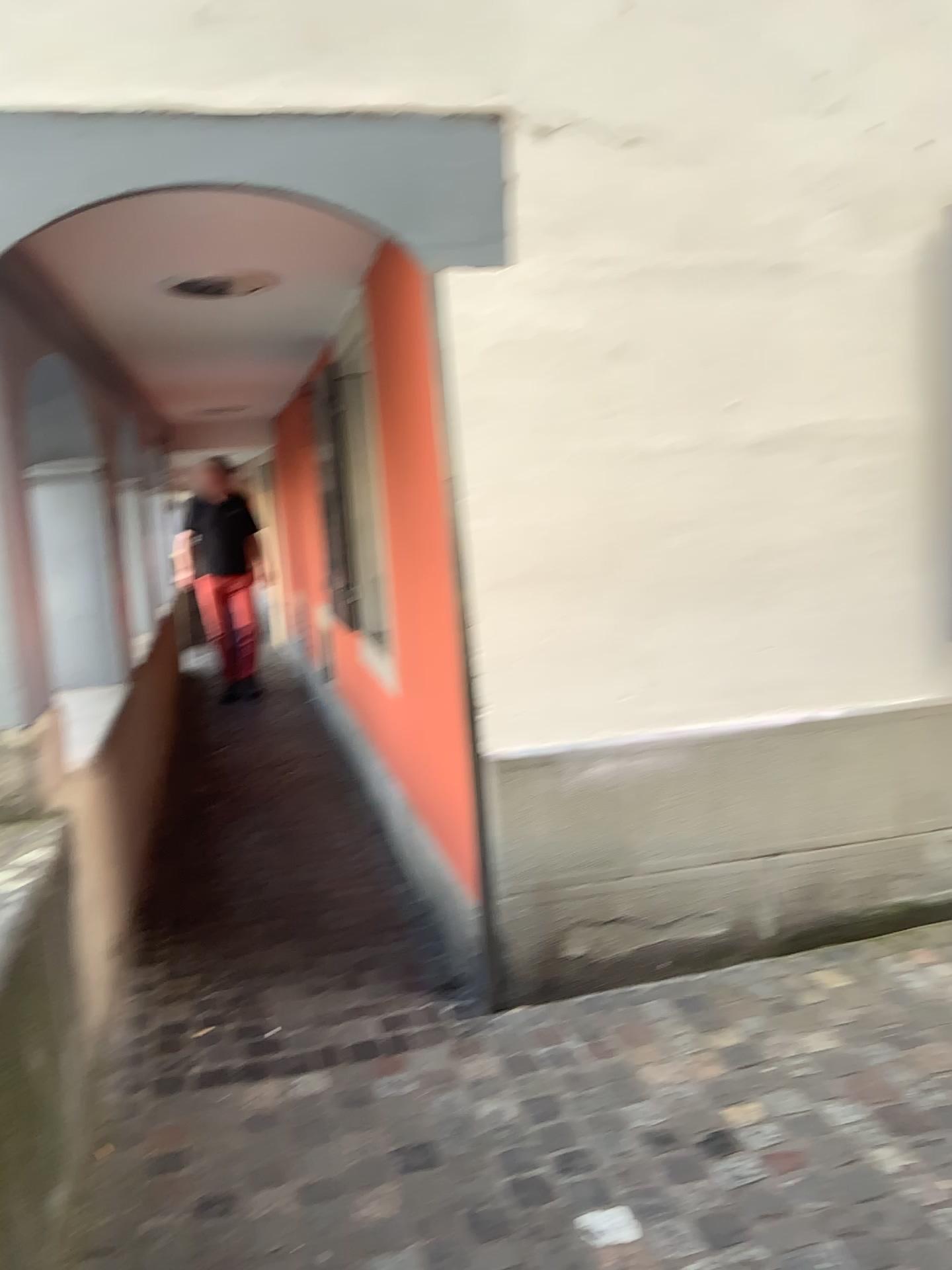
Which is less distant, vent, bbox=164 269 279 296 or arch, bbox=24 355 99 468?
vent, bbox=164 269 279 296

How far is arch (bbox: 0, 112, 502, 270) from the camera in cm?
250

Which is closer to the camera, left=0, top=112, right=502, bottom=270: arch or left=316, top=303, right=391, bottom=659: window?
left=0, top=112, right=502, bottom=270: arch

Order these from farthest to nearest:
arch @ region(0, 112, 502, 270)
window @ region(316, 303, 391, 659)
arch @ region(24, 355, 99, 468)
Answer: window @ region(316, 303, 391, 659) < arch @ region(24, 355, 99, 468) < arch @ region(0, 112, 502, 270)

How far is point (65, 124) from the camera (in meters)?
2.50

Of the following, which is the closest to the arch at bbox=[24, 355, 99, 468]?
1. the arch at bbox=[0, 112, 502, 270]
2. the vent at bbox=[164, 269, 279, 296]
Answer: the vent at bbox=[164, 269, 279, 296]

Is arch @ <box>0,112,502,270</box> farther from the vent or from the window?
the window

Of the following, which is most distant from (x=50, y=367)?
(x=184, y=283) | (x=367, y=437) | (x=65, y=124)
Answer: (x=65, y=124)

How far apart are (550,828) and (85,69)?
2.21m

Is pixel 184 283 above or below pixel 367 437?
above
